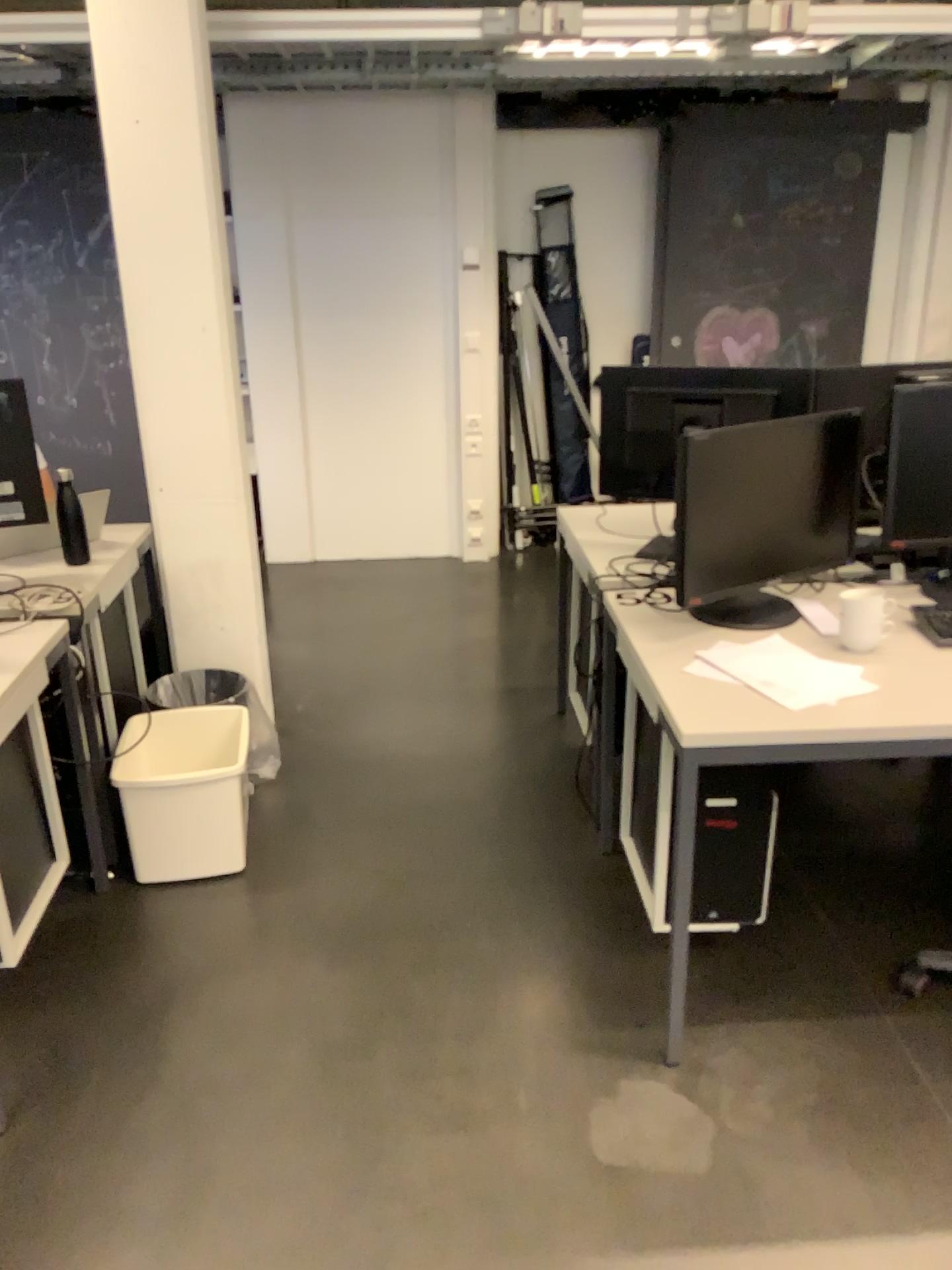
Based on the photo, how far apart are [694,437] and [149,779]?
1.56m

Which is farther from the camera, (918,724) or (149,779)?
(149,779)

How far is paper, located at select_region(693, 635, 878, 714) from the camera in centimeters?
195cm

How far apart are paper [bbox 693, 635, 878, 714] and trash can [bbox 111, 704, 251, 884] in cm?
127

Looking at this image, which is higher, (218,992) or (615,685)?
(615,685)

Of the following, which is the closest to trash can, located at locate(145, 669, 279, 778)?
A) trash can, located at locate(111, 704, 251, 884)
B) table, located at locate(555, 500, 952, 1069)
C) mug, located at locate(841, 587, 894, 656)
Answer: trash can, located at locate(111, 704, 251, 884)

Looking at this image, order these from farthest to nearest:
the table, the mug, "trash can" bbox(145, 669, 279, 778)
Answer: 1. "trash can" bbox(145, 669, 279, 778)
2. the mug
3. the table

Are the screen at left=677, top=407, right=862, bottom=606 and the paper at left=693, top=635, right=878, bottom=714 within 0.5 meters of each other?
yes

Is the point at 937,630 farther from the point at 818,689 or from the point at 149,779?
the point at 149,779

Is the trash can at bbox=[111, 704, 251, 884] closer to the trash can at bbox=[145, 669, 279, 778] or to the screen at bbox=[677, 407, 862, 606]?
the trash can at bbox=[145, 669, 279, 778]
